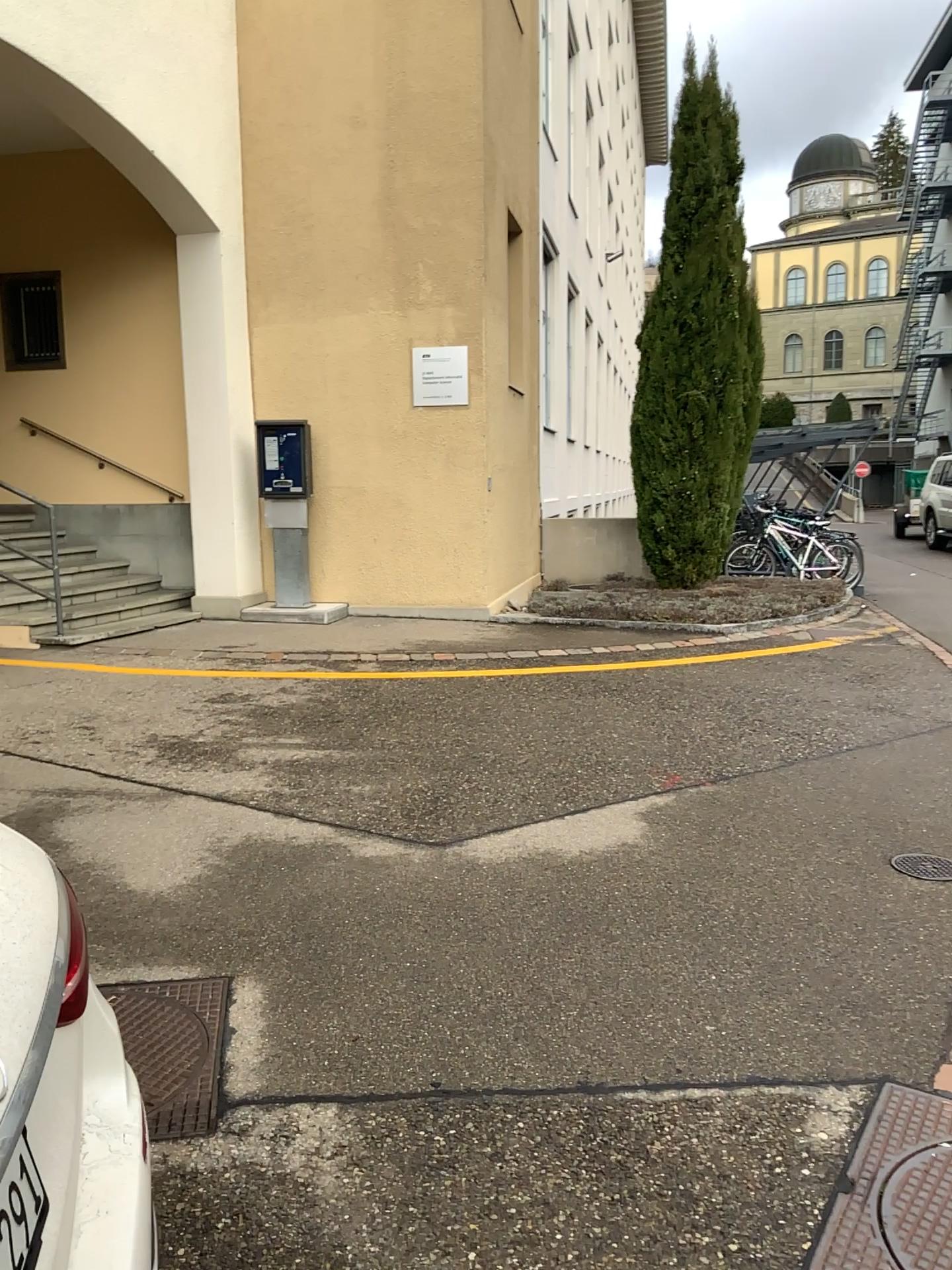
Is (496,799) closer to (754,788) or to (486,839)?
(486,839)
